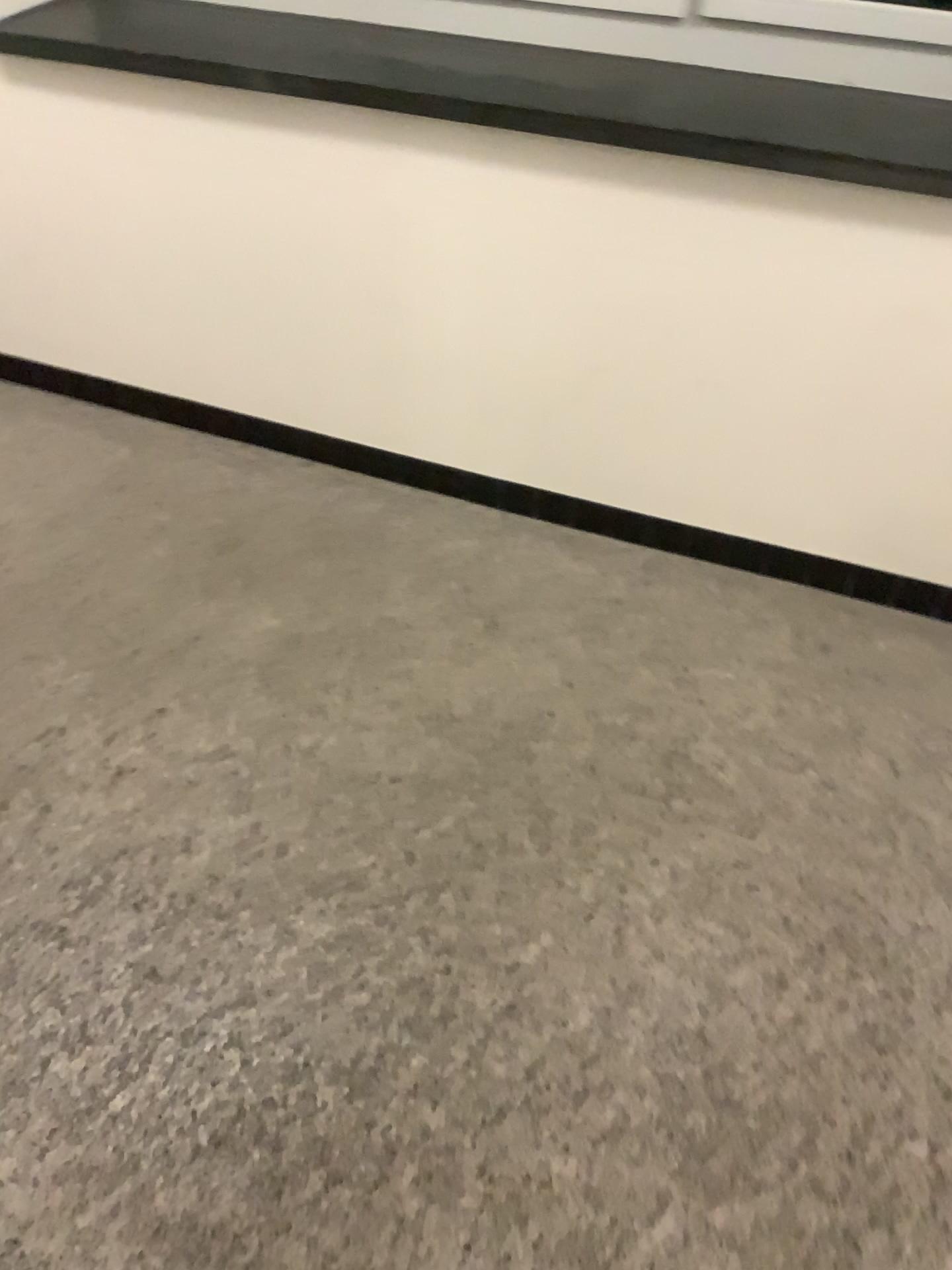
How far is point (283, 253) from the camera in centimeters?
253cm
